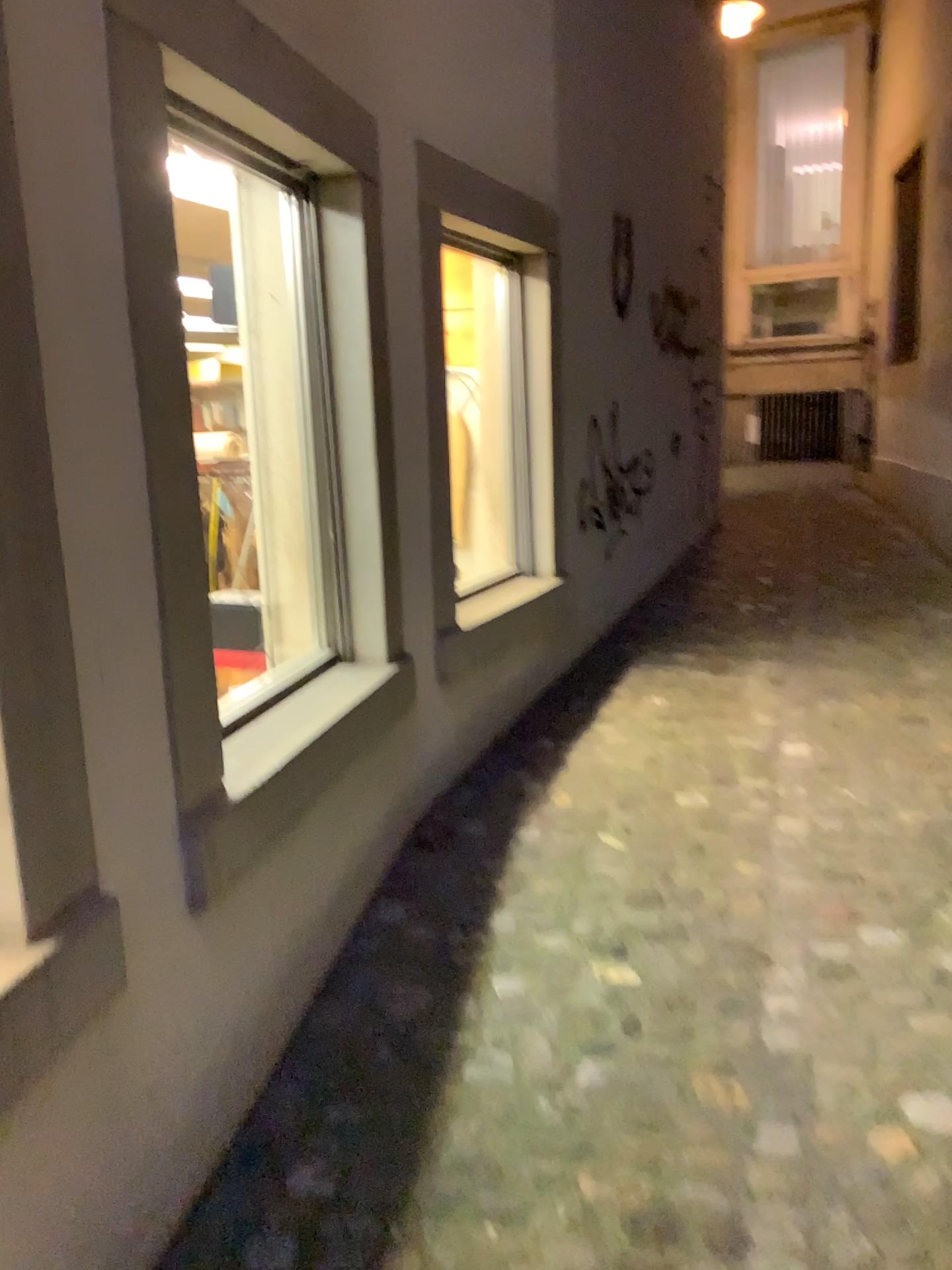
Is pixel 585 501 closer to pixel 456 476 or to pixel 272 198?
pixel 456 476

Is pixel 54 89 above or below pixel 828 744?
above

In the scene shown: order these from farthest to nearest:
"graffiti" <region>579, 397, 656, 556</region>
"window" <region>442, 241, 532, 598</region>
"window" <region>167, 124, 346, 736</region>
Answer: "graffiti" <region>579, 397, 656, 556</region>
"window" <region>442, 241, 532, 598</region>
"window" <region>167, 124, 346, 736</region>

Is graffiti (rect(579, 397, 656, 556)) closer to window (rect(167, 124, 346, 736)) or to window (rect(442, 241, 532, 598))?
window (rect(442, 241, 532, 598))

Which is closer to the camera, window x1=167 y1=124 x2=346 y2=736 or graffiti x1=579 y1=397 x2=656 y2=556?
window x1=167 y1=124 x2=346 y2=736

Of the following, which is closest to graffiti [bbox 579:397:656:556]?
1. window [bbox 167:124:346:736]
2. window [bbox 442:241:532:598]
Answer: window [bbox 442:241:532:598]

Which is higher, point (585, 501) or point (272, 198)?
point (272, 198)

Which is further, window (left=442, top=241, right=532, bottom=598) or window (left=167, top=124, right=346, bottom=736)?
window (left=442, top=241, right=532, bottom=598)

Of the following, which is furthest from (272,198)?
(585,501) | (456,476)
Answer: (585,501)
